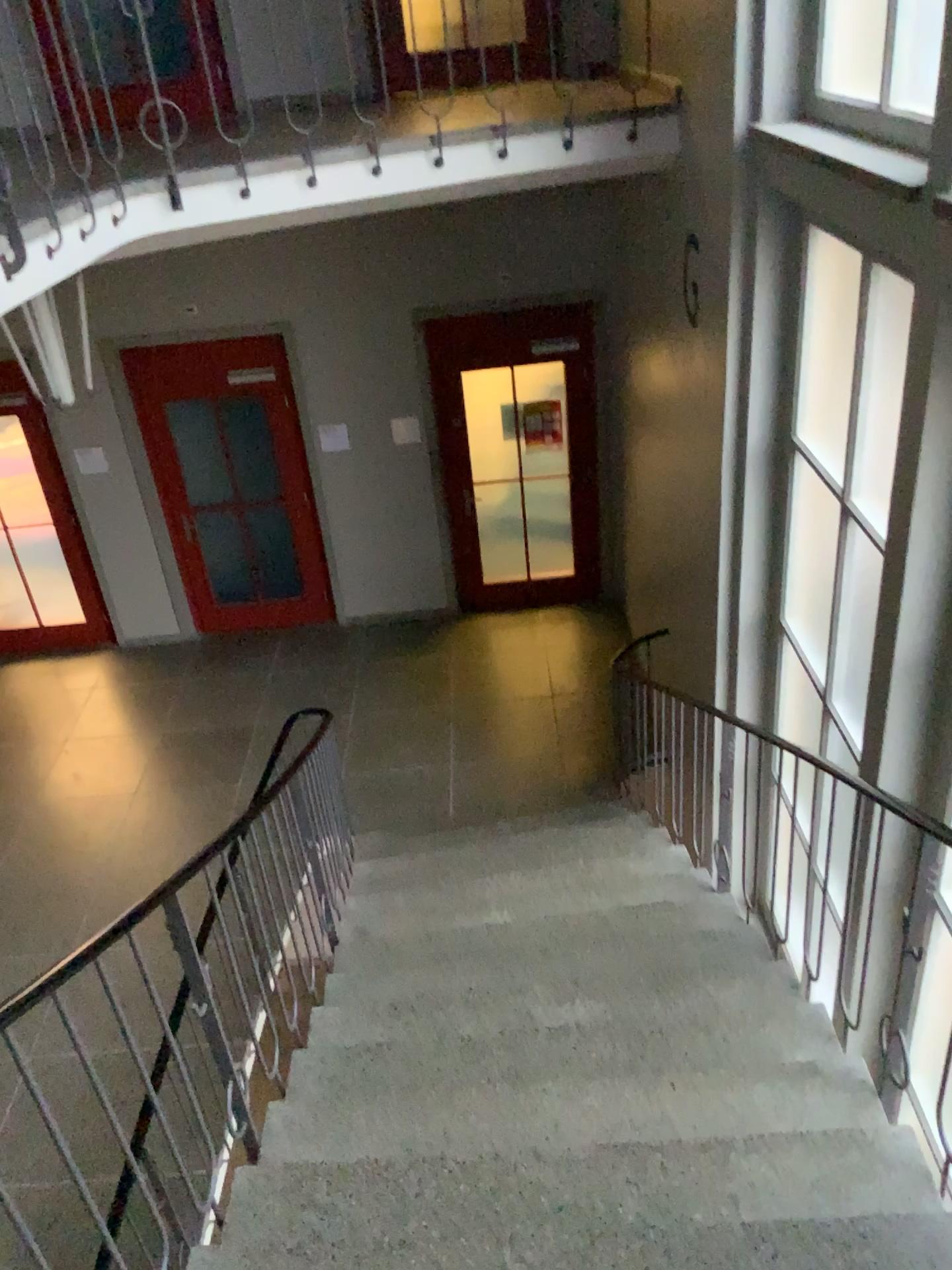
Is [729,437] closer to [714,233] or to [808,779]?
[714,233]
